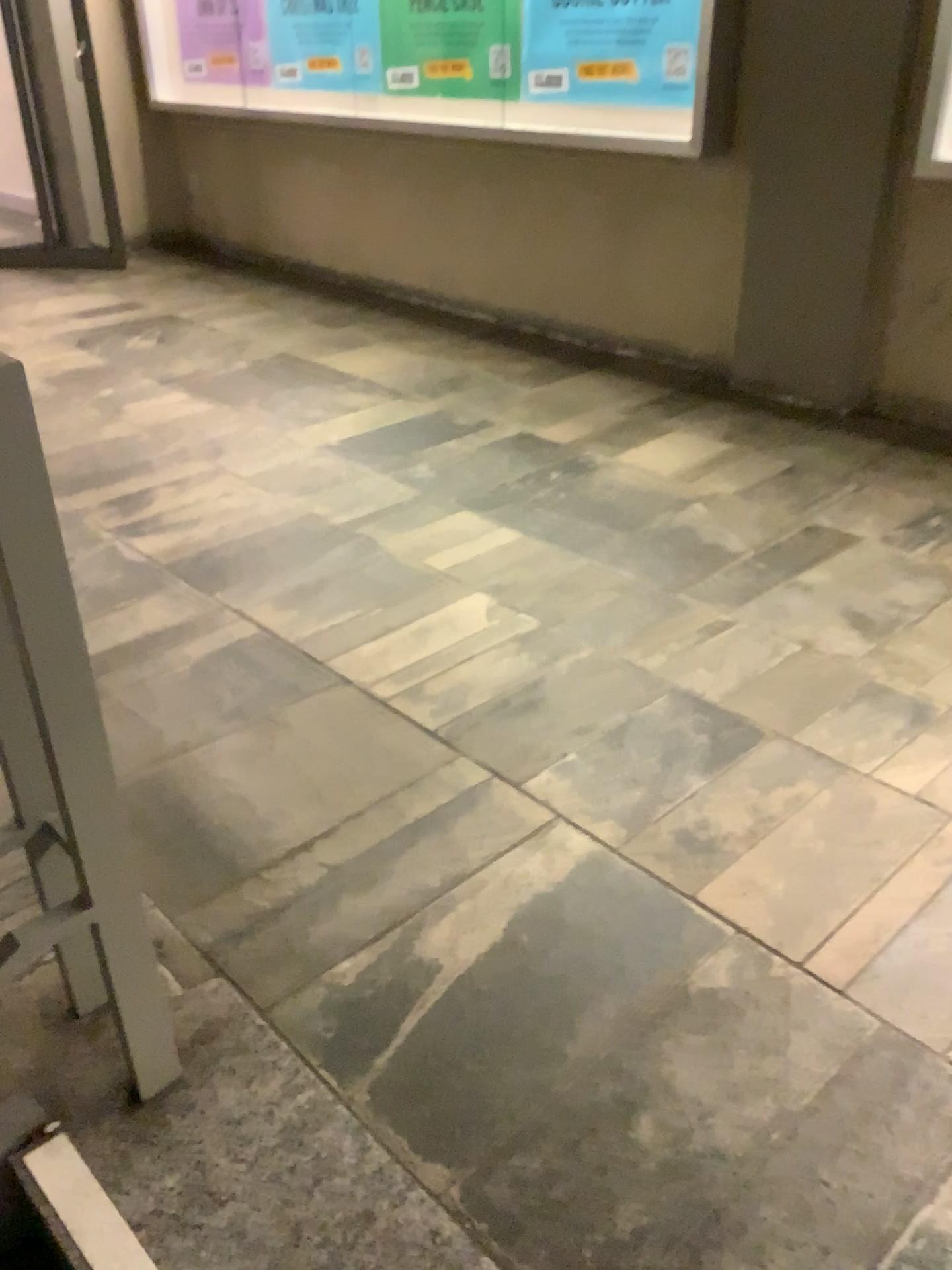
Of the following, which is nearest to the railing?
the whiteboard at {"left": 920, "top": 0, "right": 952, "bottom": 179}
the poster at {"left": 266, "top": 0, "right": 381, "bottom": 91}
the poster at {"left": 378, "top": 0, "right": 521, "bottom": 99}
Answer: the whiteboard at {"left": 920, "top": 0, "right": 952, "bottom": 179}

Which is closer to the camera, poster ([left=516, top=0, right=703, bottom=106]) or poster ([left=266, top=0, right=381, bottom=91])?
poster ([left=516, top=0, right=703, bottom=106])

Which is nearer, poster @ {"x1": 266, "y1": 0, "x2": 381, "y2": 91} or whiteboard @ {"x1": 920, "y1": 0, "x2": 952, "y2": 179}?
whiteboard @ {"x1": 920, "y1": 0, "x2": 952, "y2": 179}

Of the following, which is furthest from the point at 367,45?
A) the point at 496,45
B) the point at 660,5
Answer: the point at 660,5

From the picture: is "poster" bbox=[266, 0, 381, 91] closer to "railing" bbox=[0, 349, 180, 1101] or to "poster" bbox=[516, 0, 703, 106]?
"poster" bbox=[516, 0, 703, 106]

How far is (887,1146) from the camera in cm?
122

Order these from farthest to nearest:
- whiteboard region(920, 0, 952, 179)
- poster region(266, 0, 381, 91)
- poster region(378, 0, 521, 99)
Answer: poster region(266, 0, 381, 91) < poster region(378, 0, 521, 99) < whiteboard region(920, 0, 952, 179)

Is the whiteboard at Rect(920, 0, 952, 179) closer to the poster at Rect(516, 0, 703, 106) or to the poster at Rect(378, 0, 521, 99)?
the poster at Rect(516, 0, 703, 106)

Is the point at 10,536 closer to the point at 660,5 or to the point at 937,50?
the point at 937,50

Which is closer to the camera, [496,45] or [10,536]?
[10,536]
